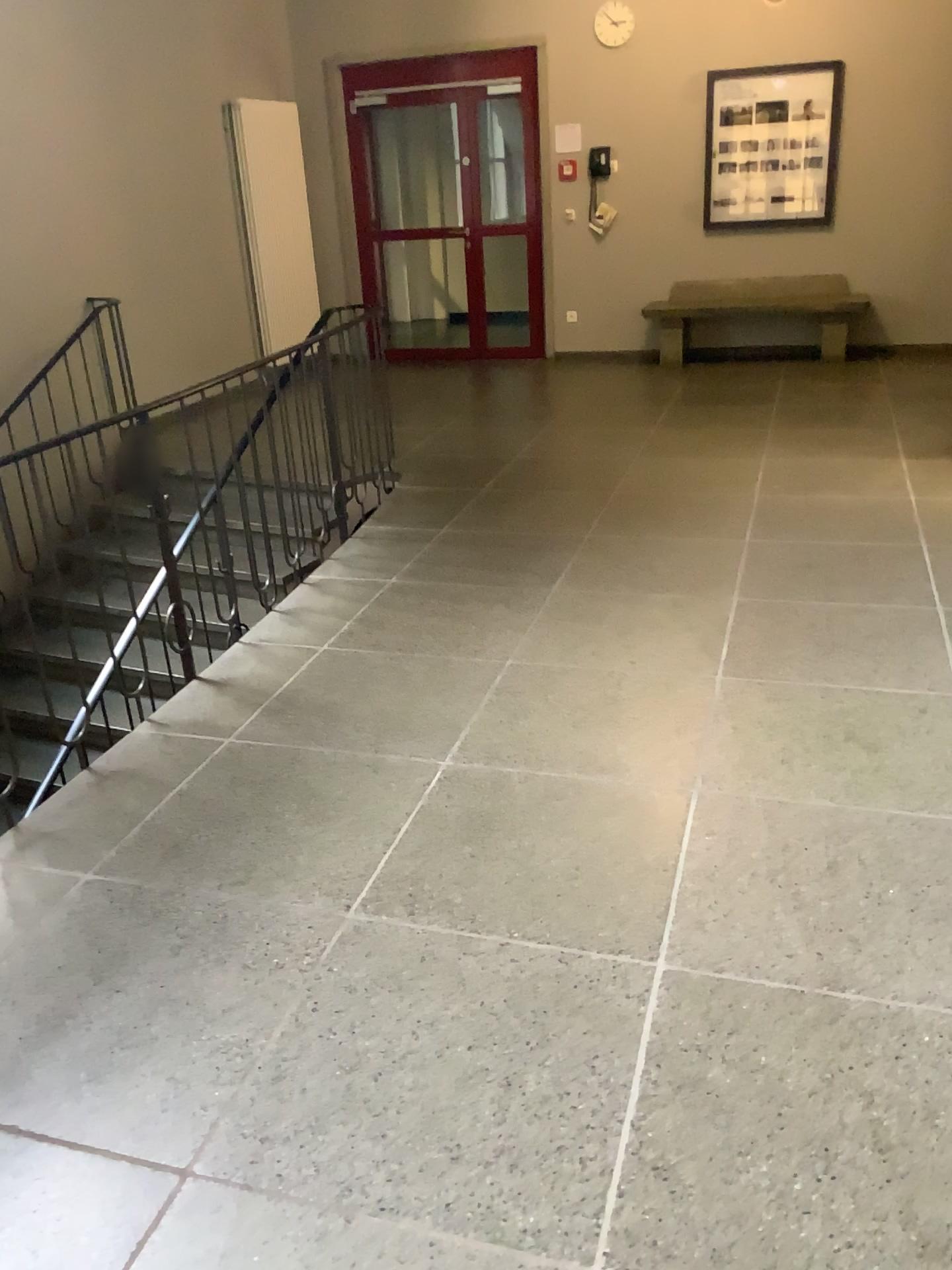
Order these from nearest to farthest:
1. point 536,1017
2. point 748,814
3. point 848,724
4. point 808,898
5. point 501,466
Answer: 1. point 536,1017
2. point 808,898
3. point 748,814
4. point 848,724
5. point 501,466
